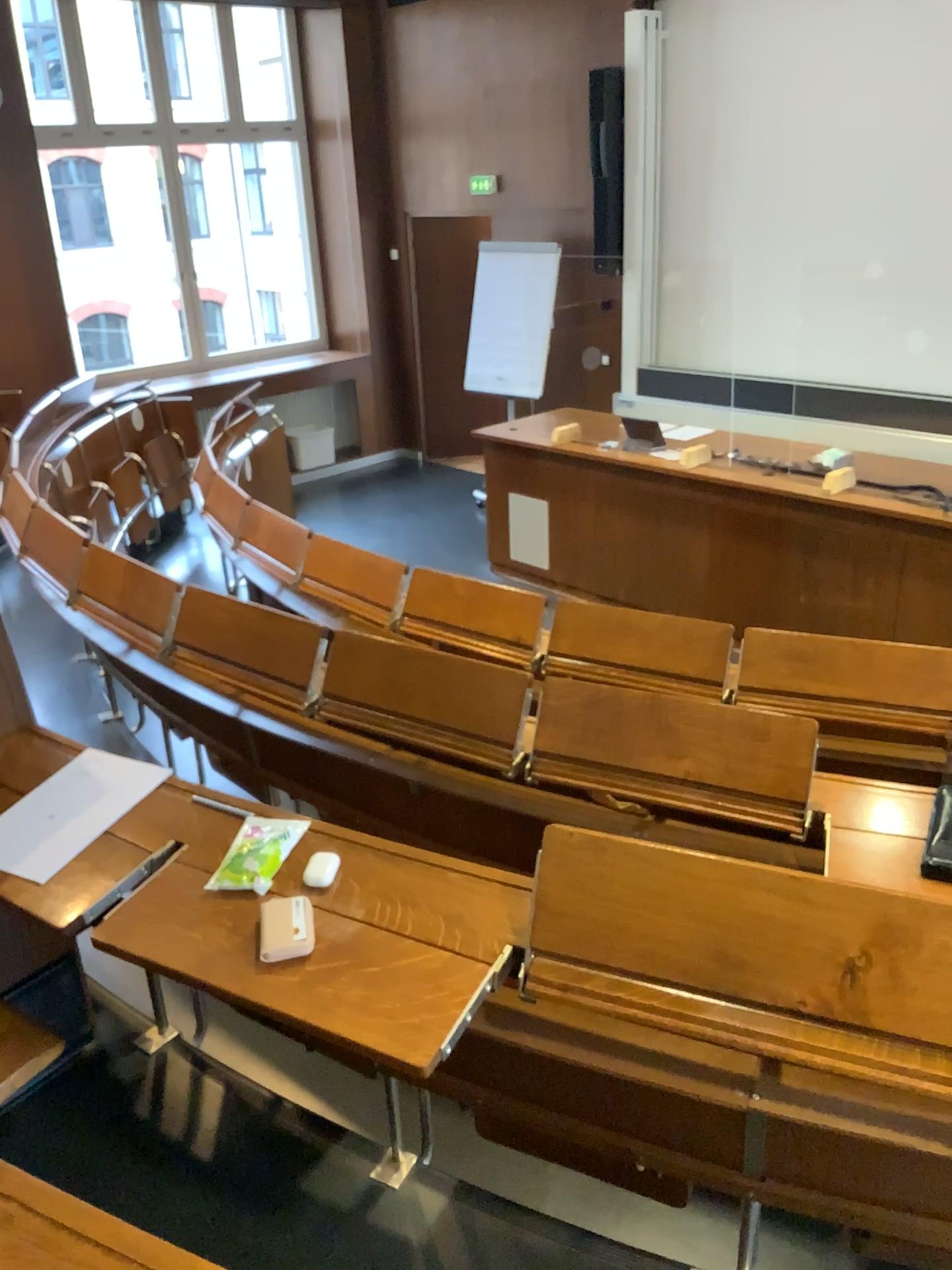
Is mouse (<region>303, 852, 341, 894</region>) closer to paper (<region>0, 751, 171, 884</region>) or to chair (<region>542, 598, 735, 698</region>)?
paper (<region>0, 751, 171, 884</region>)

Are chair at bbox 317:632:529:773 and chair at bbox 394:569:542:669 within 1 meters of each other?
yes

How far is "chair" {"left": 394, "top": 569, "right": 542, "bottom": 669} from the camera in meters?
3.2 m

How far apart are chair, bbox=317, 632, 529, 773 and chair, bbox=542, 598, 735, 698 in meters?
0.6

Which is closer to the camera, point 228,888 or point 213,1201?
point 228,888

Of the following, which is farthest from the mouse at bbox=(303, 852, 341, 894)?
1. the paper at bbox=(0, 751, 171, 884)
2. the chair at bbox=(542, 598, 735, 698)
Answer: the chair at bbox=(542, 598, 735, 698)

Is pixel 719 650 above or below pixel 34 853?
below

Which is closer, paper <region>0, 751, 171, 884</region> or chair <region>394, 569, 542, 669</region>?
paper <region>0, 751, 171, 884</region>

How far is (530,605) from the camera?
3.19m

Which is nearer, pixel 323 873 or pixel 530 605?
pixel 323 873
